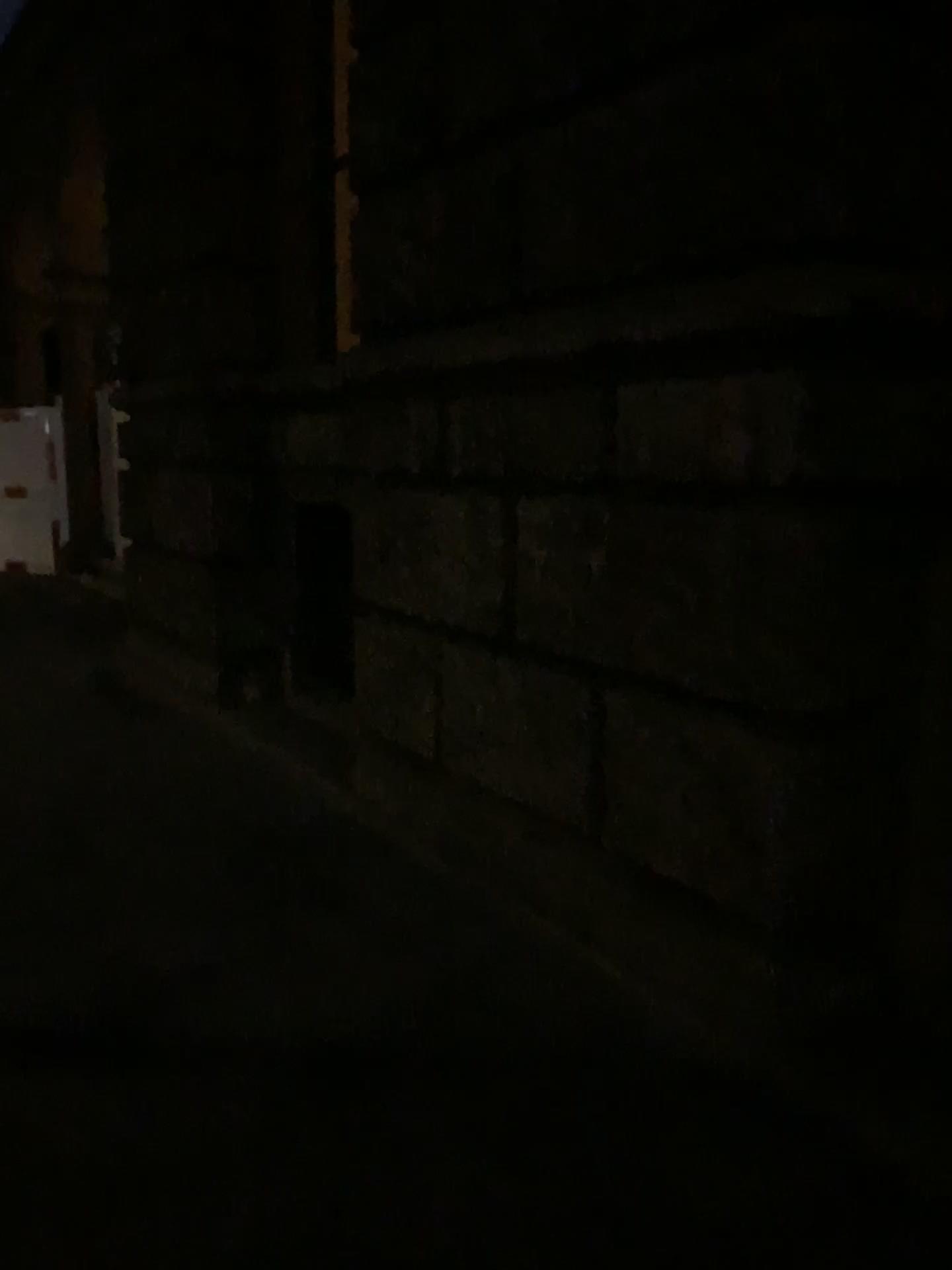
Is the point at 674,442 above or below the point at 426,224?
below
